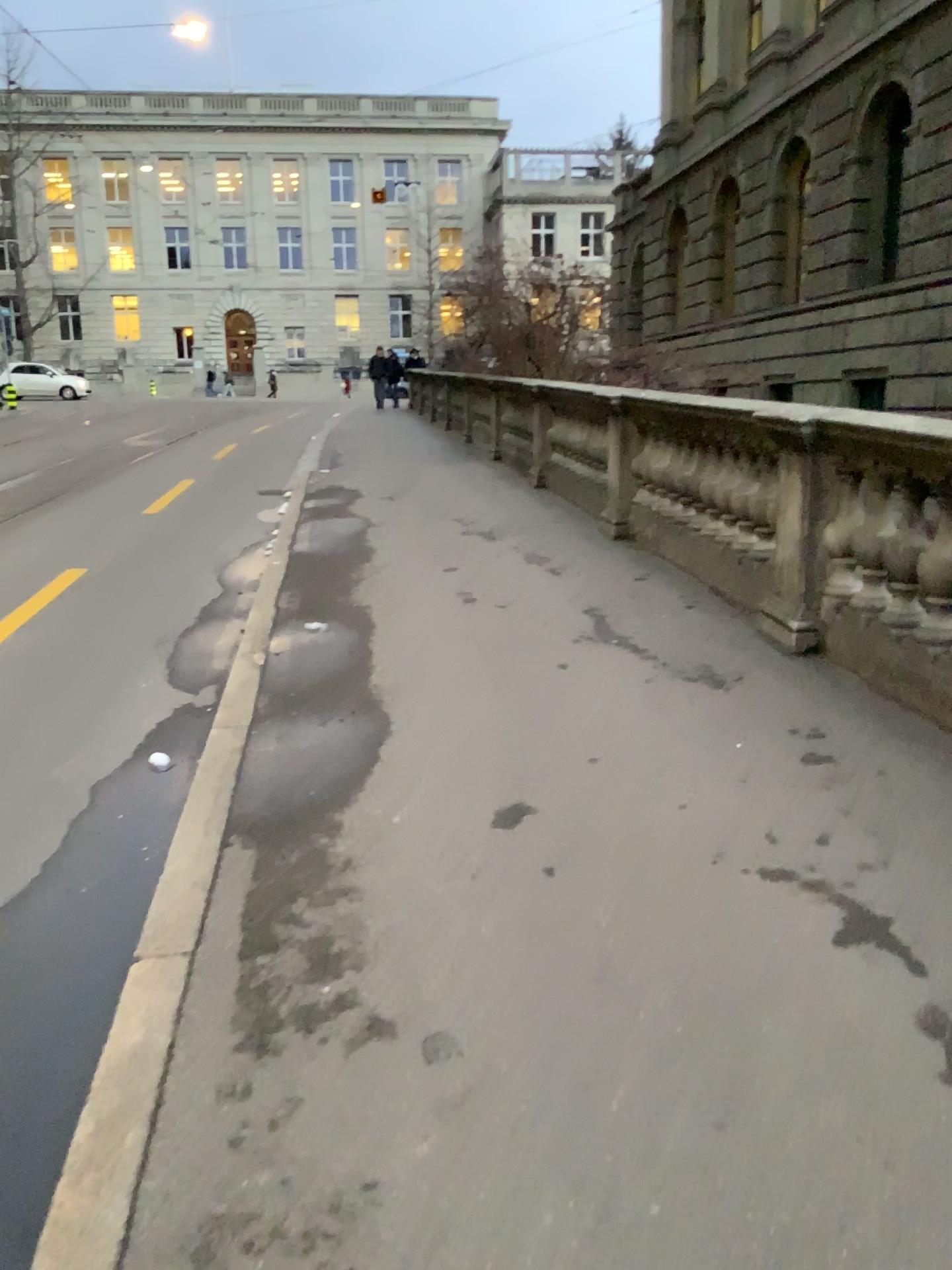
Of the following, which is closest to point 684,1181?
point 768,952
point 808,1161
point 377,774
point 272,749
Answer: point 808,1161
